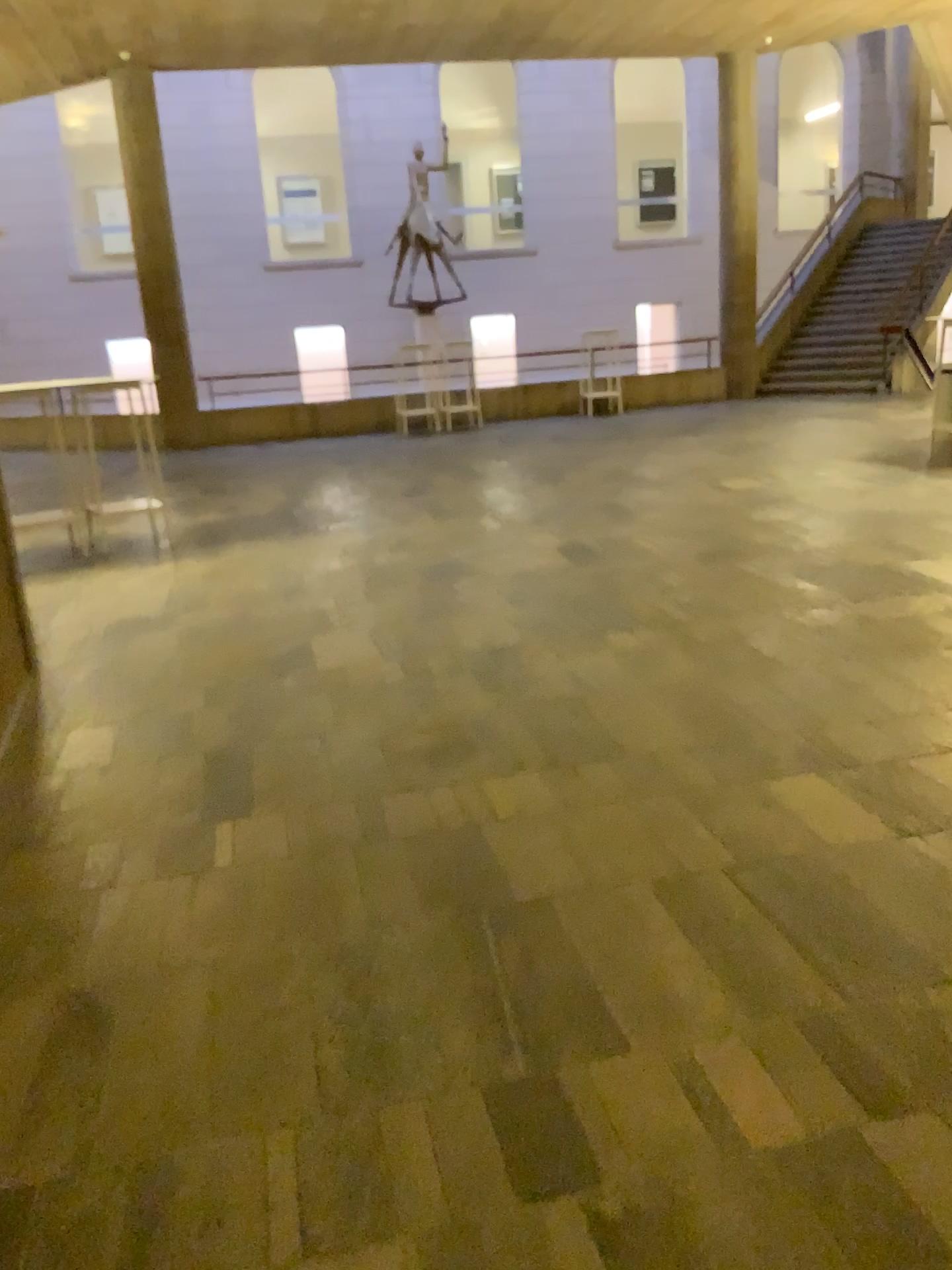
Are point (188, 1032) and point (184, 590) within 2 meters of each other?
no
